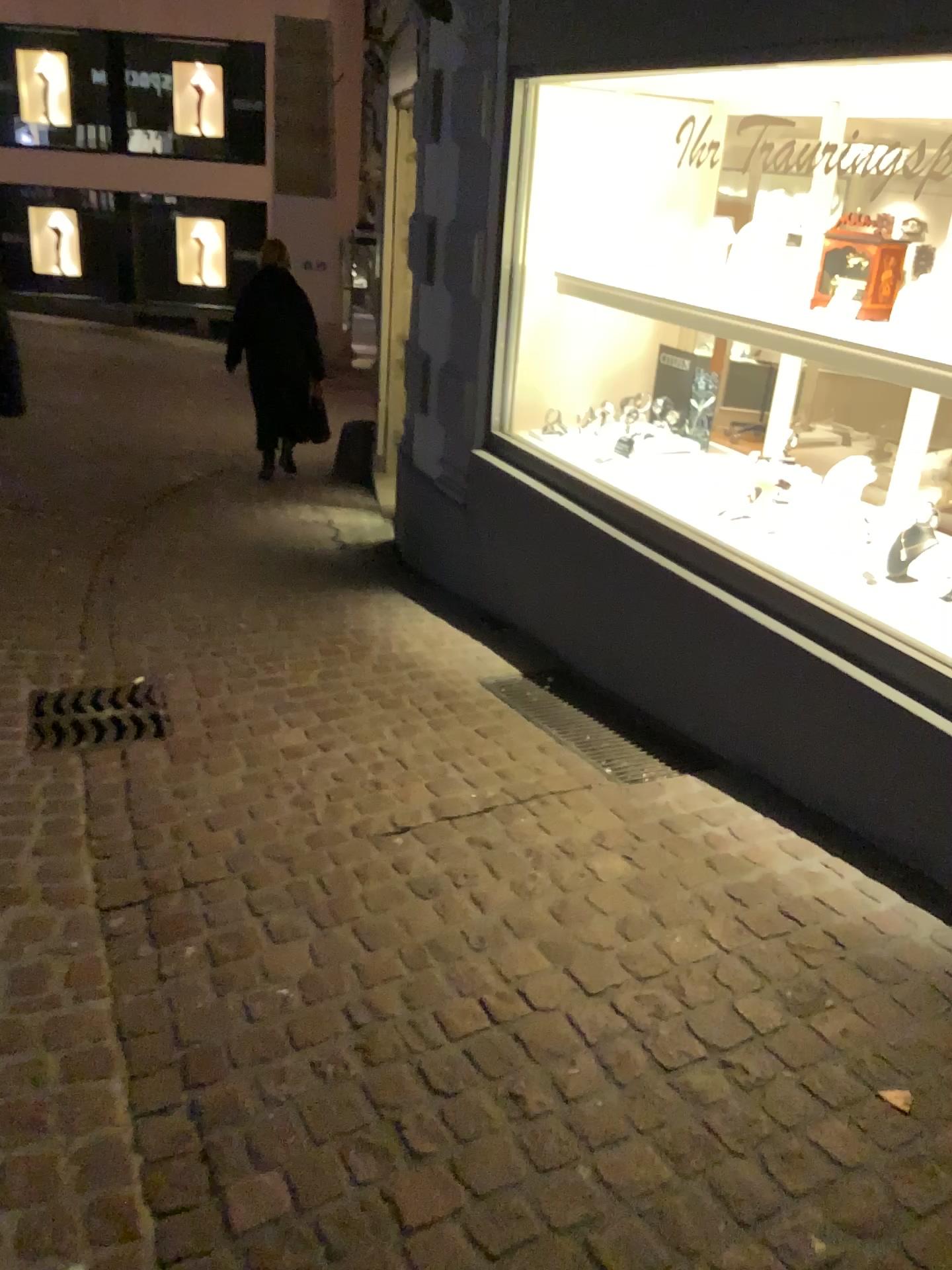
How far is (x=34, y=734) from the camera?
3.1 meters

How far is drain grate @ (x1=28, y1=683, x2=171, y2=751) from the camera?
3.1 meters

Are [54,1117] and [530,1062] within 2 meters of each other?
yes
